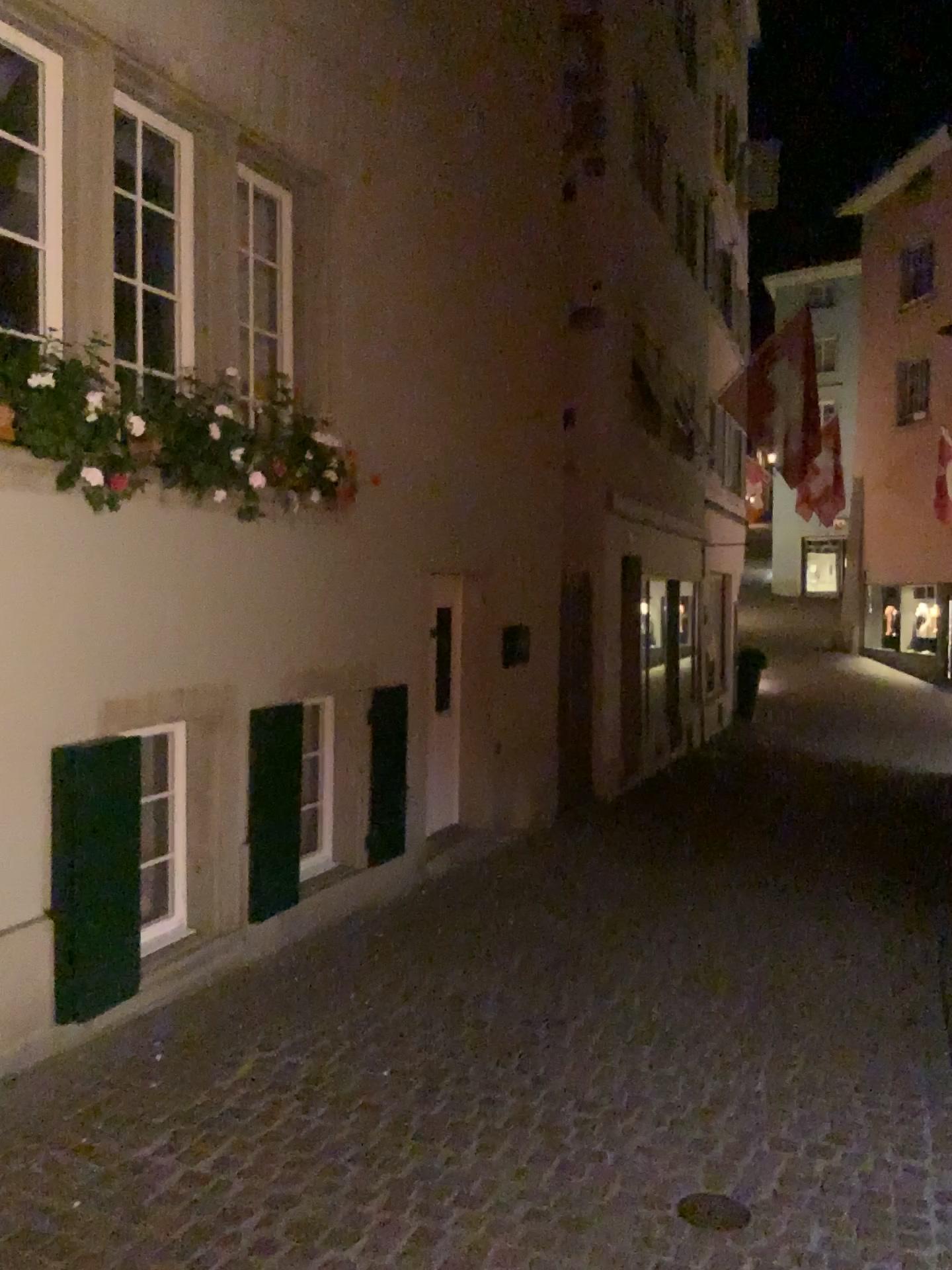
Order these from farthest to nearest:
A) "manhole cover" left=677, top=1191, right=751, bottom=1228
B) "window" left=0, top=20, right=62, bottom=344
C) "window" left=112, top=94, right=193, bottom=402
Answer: "window" left=112, top=94, right=193, bottom=402 < "window" left=0, top=20, right=62, bottom=344 < "manhole cover" left=677, top=1191, right=751, bottom=1228

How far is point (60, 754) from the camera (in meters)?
3.92

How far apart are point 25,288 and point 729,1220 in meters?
3.7

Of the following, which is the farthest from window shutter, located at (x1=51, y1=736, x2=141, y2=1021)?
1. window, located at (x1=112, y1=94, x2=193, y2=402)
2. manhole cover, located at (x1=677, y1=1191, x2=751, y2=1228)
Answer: manhole cover, located at (x1=677, y1=1191, x2=751, y2=1228)

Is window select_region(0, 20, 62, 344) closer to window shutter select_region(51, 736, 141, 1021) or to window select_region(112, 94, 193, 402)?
window select_region(112, 94, 193, 402)

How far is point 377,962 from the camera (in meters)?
5.00

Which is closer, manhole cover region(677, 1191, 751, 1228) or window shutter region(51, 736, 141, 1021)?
manhole cover region(677, 1191, 751, 1228)

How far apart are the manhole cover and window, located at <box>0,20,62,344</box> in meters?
3.4

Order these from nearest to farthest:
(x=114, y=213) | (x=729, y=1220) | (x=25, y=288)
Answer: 1. (x=729, y=1220)
2. (x=25, y=288)
3. (x=114, y=213)

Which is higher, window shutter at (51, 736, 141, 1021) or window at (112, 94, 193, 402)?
window at (112, 94, 193, 402)
